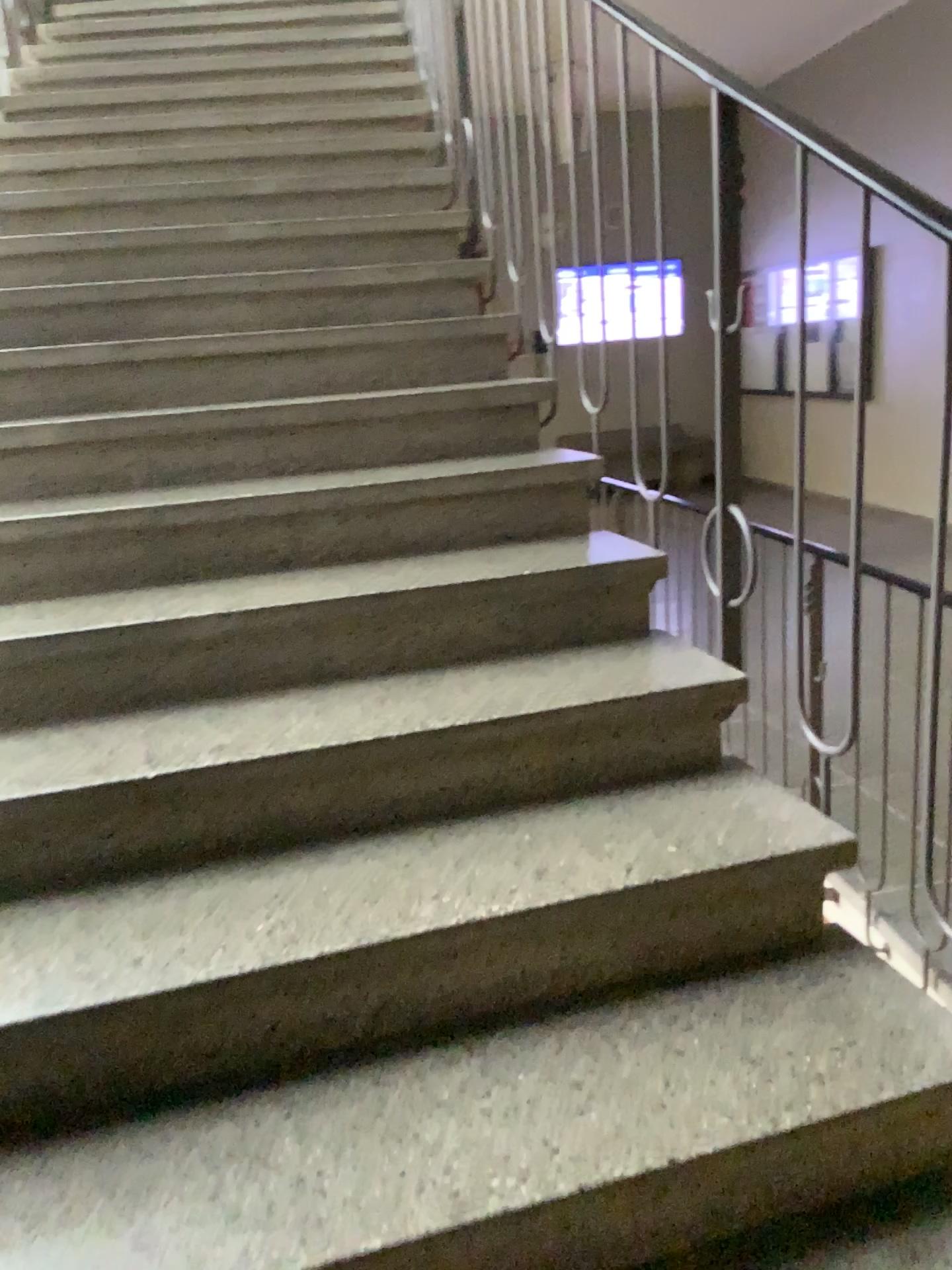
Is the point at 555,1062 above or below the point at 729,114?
below
